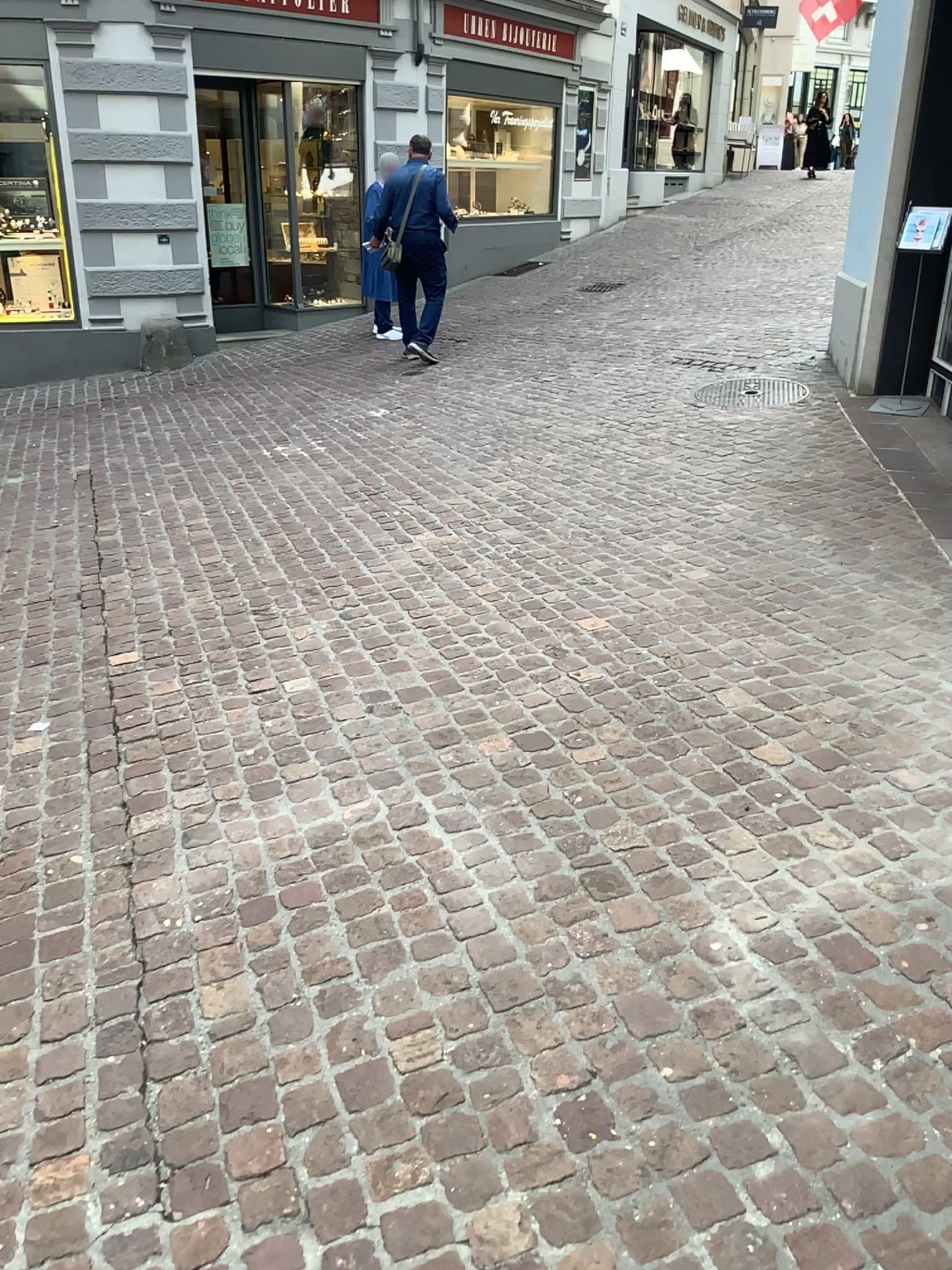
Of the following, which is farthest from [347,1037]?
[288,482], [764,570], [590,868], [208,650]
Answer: [288,482]
